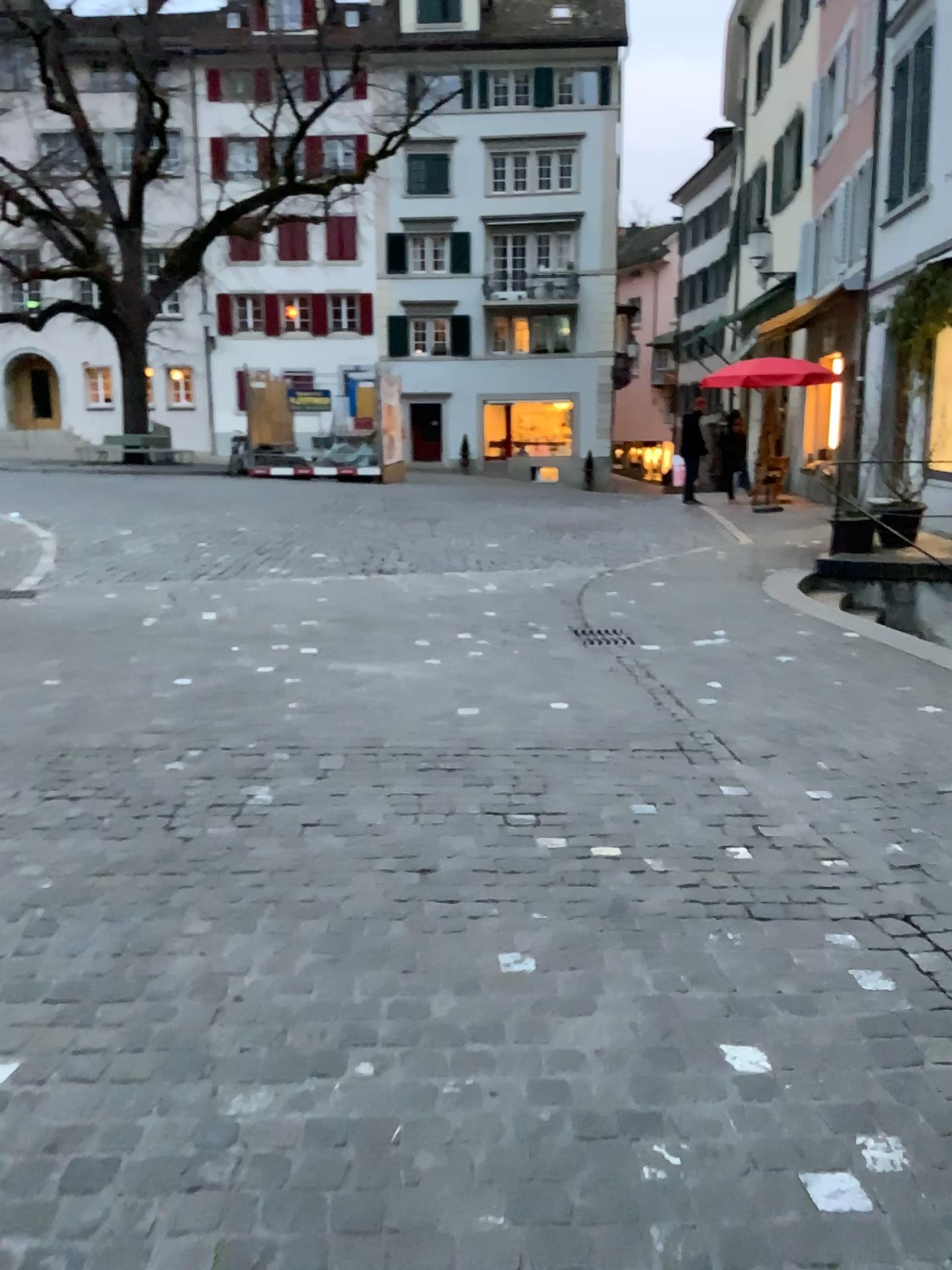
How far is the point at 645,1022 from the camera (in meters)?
2.42
